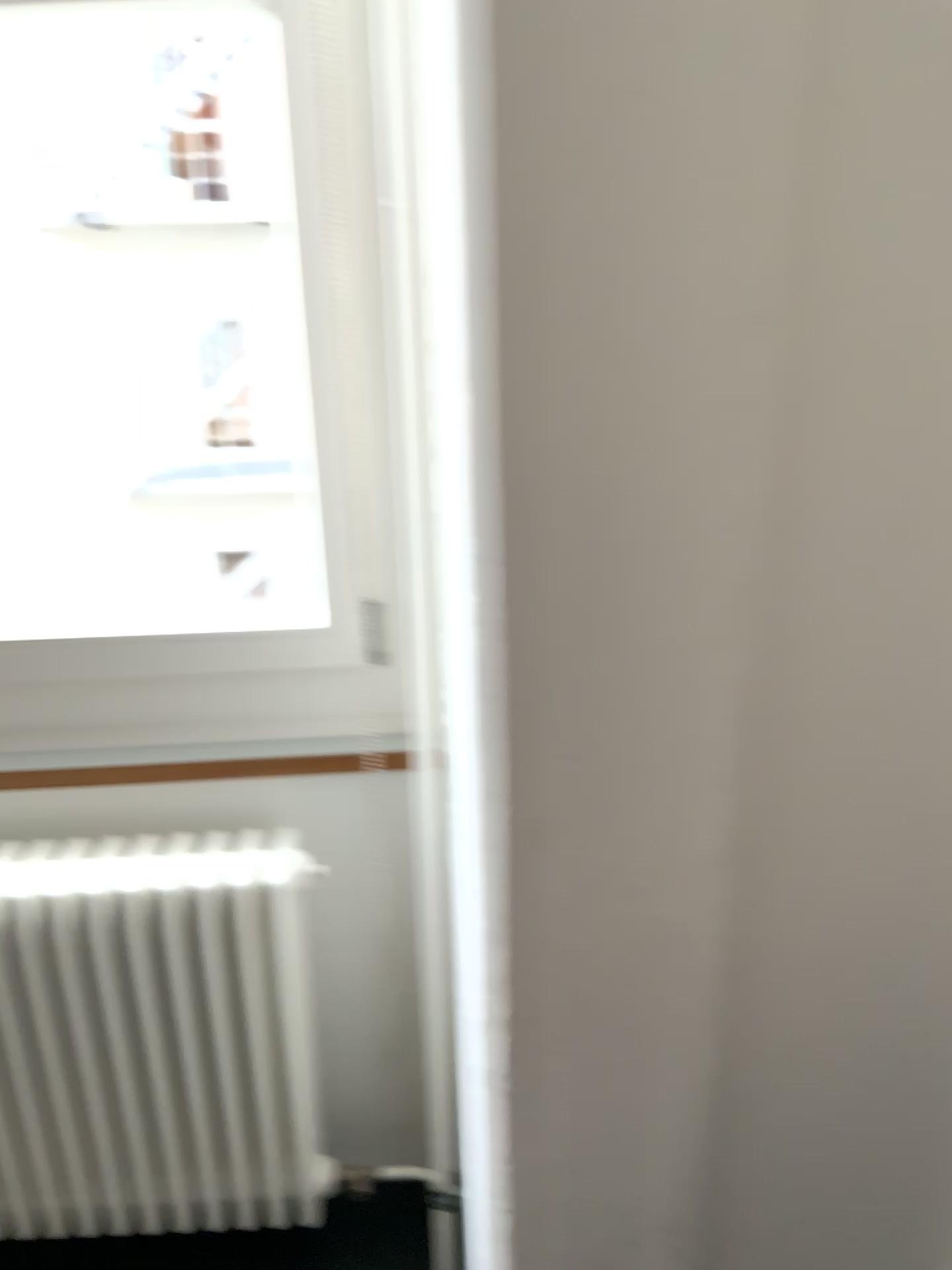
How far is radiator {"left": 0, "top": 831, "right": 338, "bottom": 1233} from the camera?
1.4m

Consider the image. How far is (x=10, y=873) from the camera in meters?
1.4 m

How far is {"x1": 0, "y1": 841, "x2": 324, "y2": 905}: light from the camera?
1.37m

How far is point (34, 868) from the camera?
1.38m

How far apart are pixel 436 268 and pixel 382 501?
0.3m
